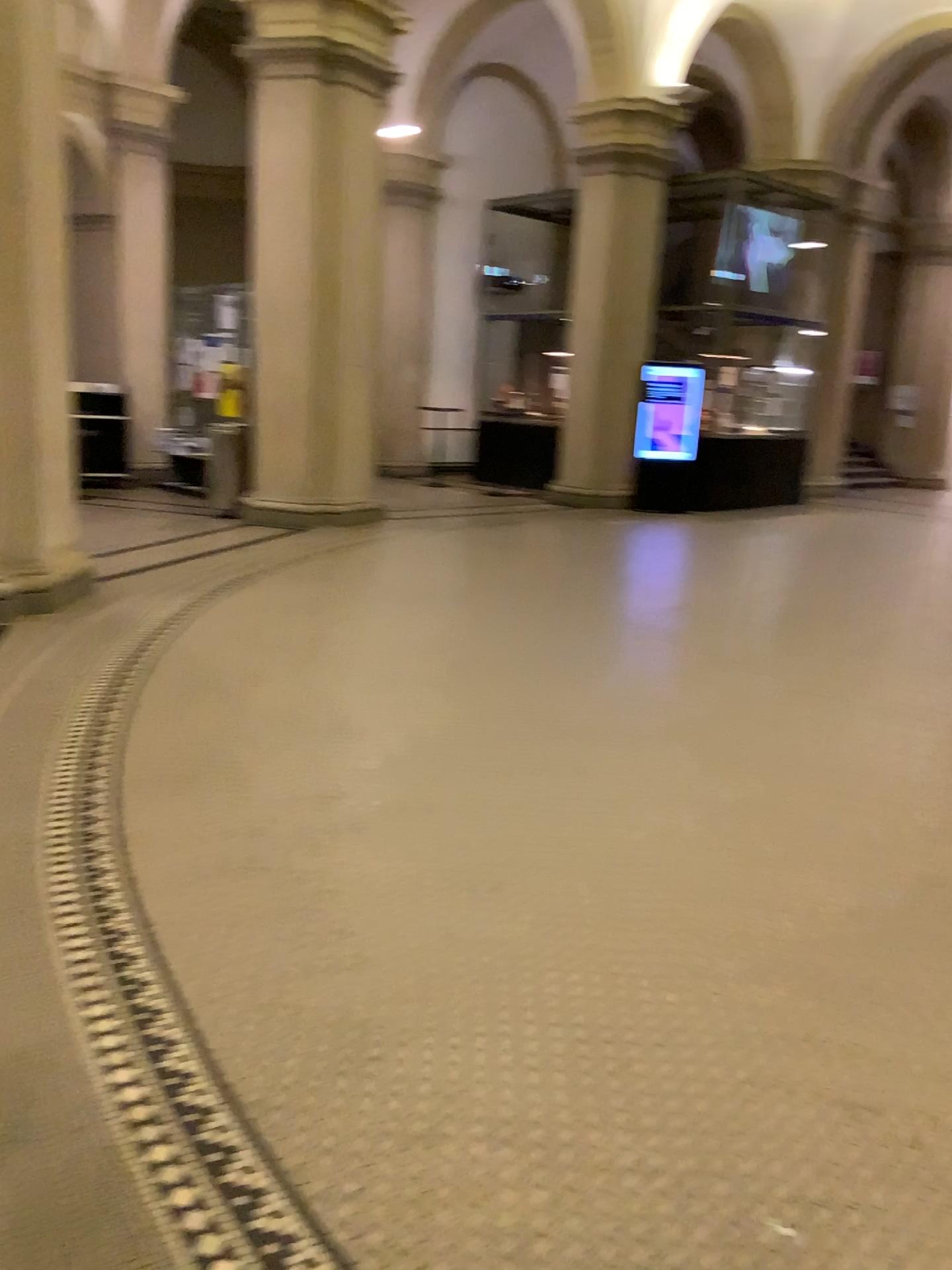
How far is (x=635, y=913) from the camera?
2.88m
